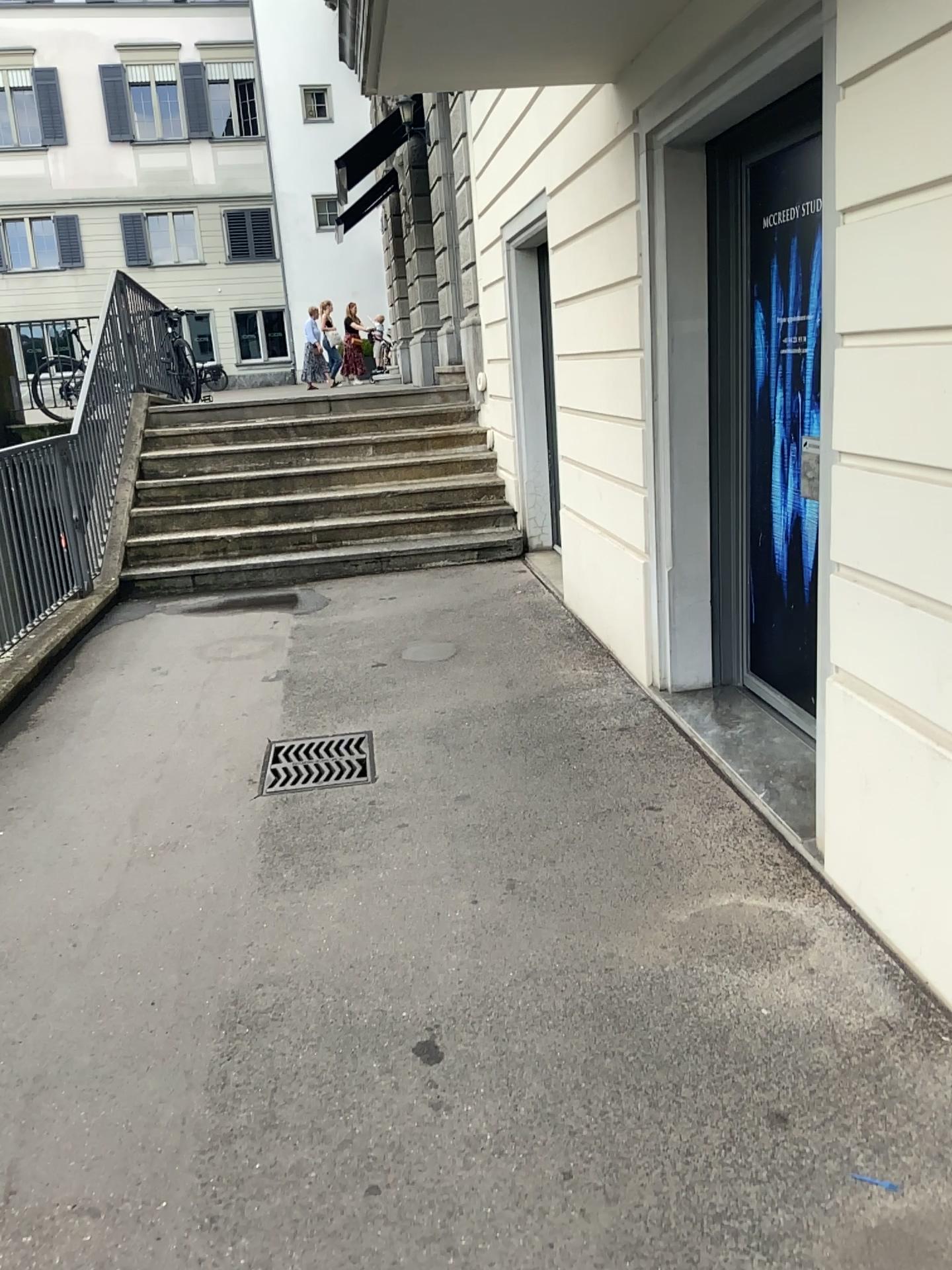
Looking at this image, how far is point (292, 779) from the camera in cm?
382

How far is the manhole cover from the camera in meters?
3.8 m

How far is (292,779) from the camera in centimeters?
382cm

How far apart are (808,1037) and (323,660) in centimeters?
348cm

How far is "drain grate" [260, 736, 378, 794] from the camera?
3.8m
